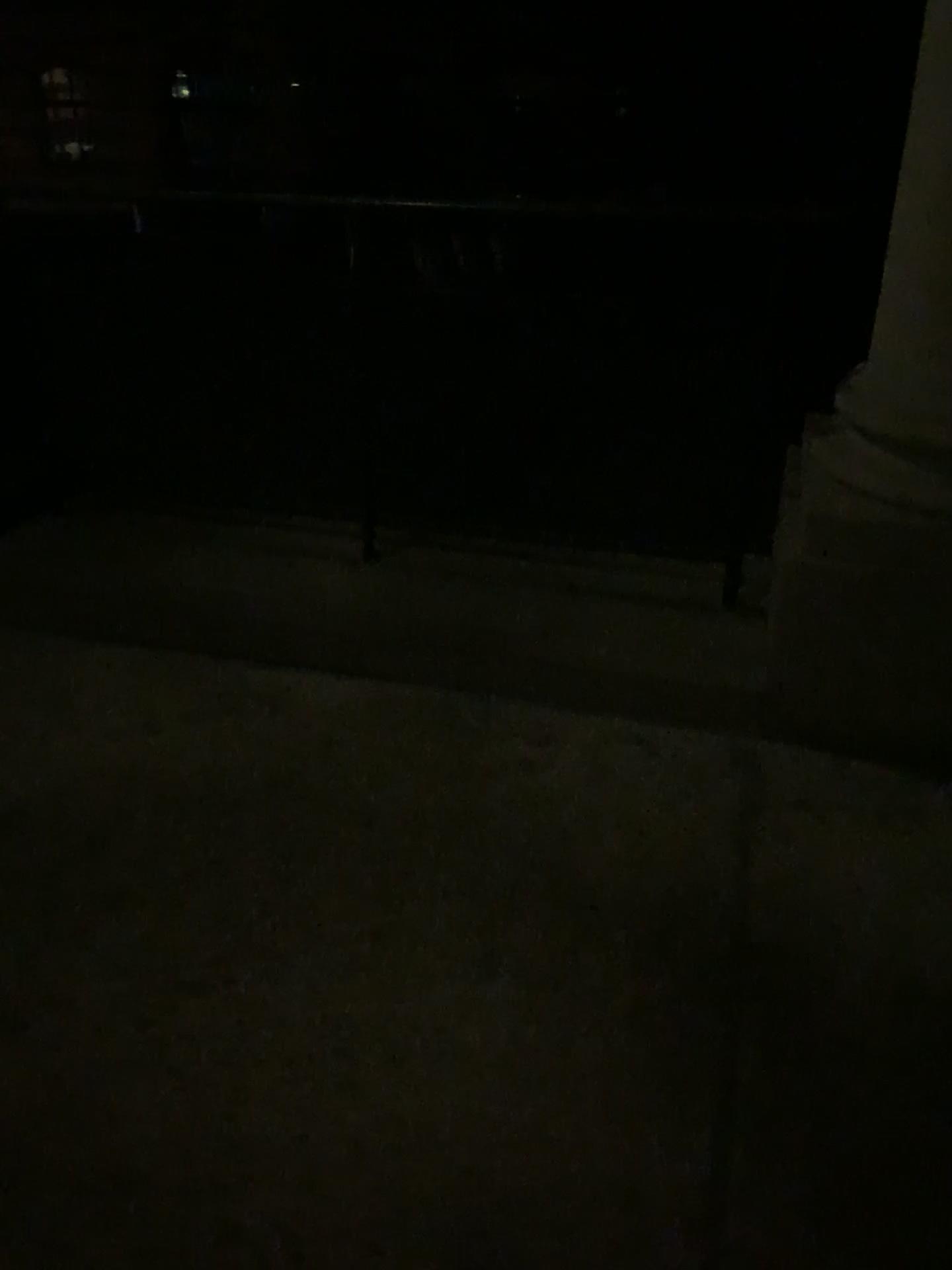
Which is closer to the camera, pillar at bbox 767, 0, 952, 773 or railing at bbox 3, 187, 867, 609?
pillar at bbox 767, 0, 952, 773

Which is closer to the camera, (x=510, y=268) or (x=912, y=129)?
(x=912, y=129)

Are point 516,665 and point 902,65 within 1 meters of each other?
no

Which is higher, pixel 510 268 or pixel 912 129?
pixel 912 129
